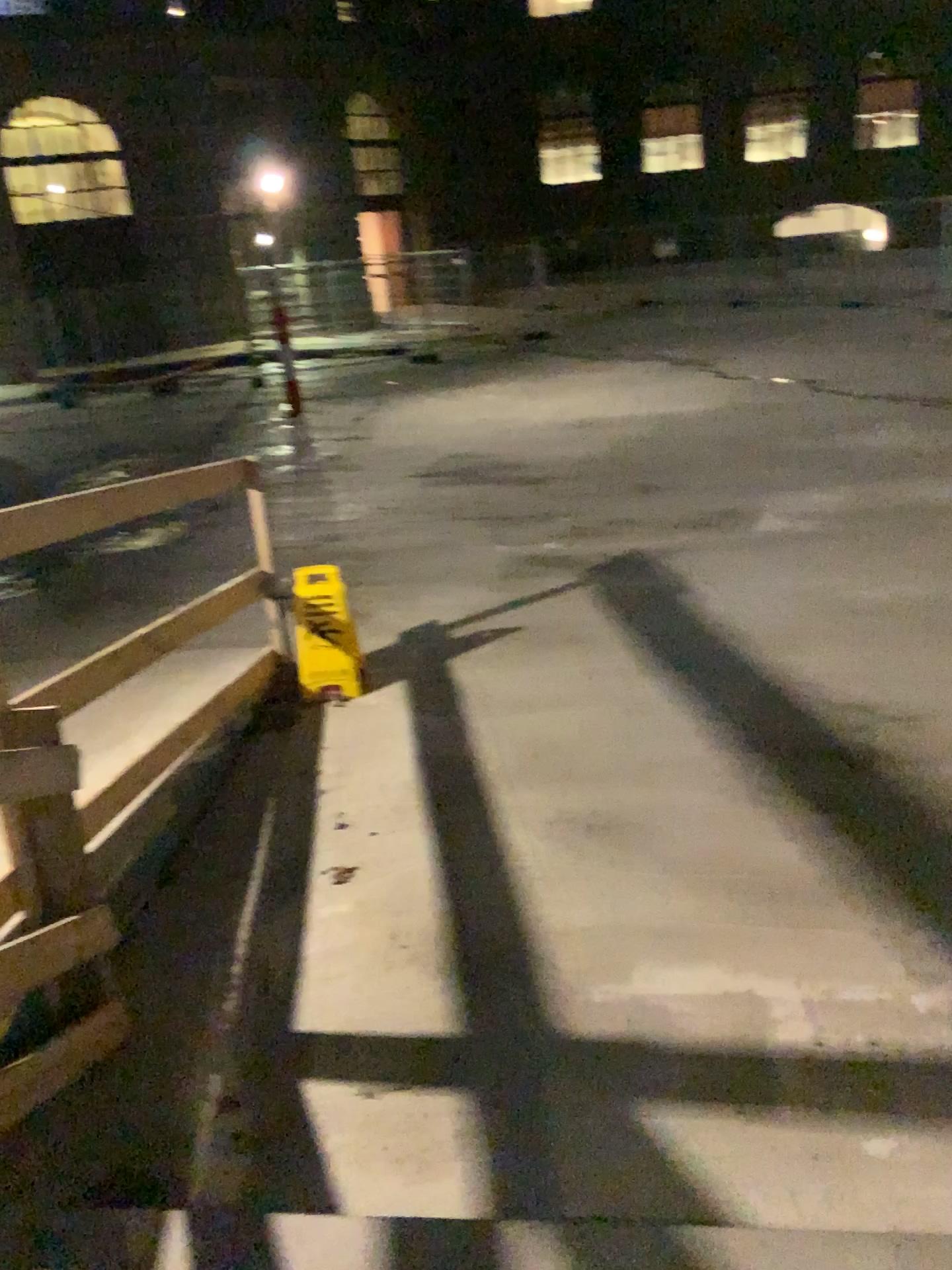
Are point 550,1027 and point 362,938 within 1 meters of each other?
yes
